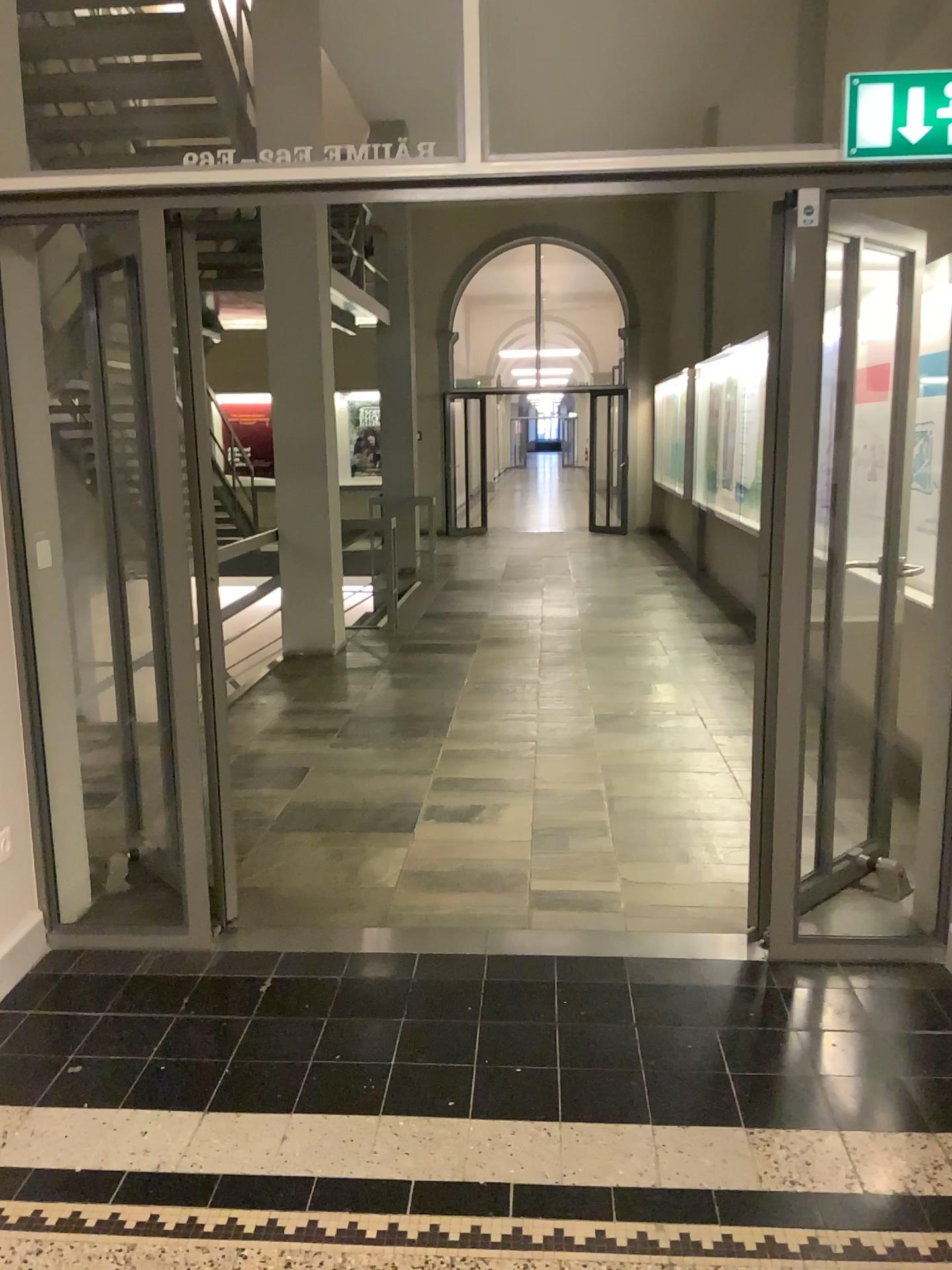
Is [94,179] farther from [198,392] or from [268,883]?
[268,883]
